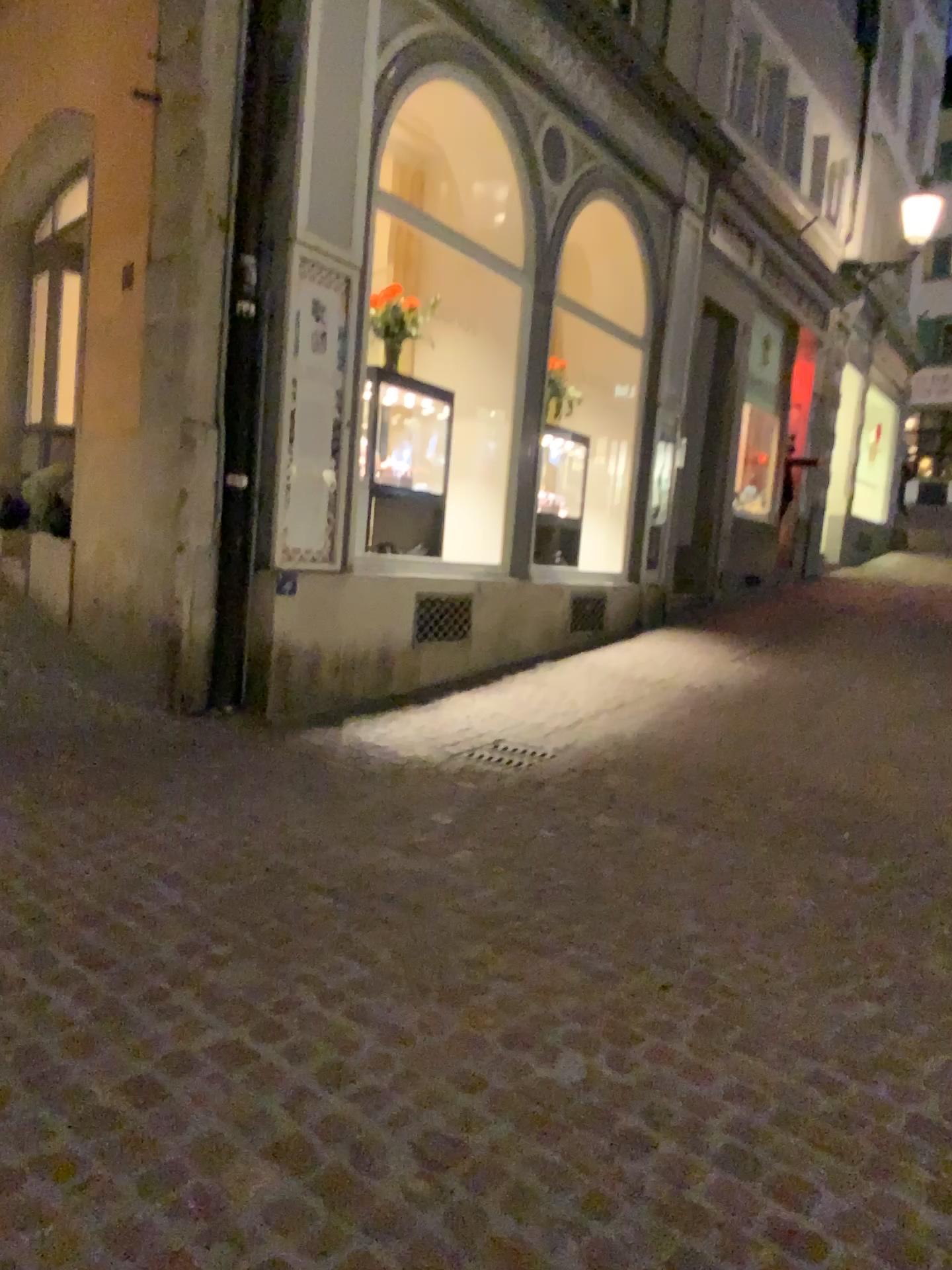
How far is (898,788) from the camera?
4.75m
